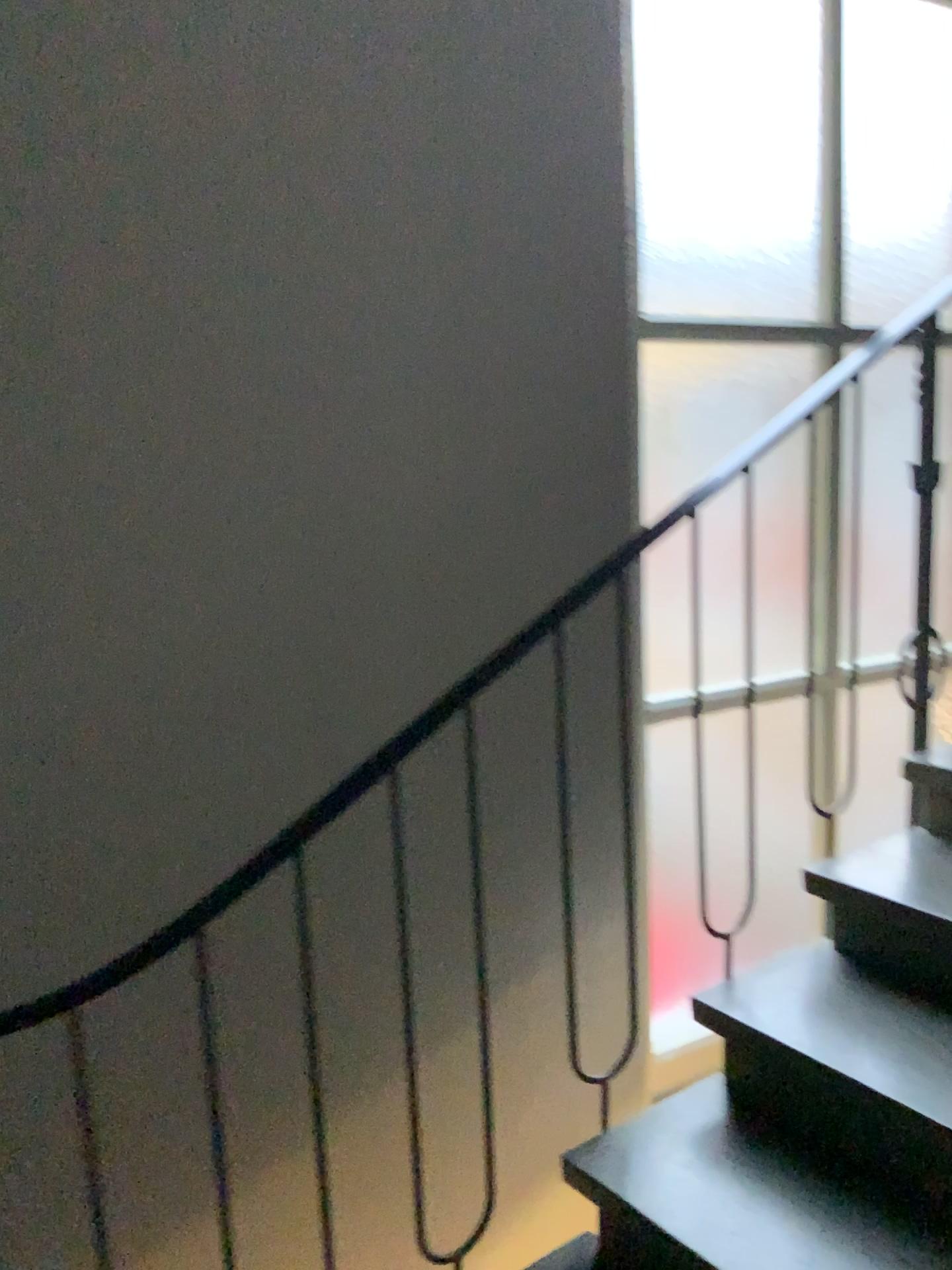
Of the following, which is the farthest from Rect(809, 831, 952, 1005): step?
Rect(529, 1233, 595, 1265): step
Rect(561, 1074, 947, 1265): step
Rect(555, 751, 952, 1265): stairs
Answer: Rect(529, 1233, 595, 1265): step

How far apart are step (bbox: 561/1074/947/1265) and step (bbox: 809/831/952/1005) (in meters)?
0.36

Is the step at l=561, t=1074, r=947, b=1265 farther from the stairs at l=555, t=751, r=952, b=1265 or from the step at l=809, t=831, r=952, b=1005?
the step at l=809, t=831, r=952, b=1005

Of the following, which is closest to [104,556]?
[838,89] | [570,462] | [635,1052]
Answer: [570,462]

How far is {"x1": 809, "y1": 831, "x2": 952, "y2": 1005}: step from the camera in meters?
1.8

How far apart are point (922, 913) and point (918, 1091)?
0.31m

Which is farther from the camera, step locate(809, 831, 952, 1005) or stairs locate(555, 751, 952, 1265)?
step locate(809, 831, 952, 1005)

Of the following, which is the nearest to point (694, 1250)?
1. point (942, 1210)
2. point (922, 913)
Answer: point (942, 1210)

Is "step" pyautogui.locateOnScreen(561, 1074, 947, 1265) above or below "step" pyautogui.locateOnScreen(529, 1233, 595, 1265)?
above

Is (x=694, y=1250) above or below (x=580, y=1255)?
above
